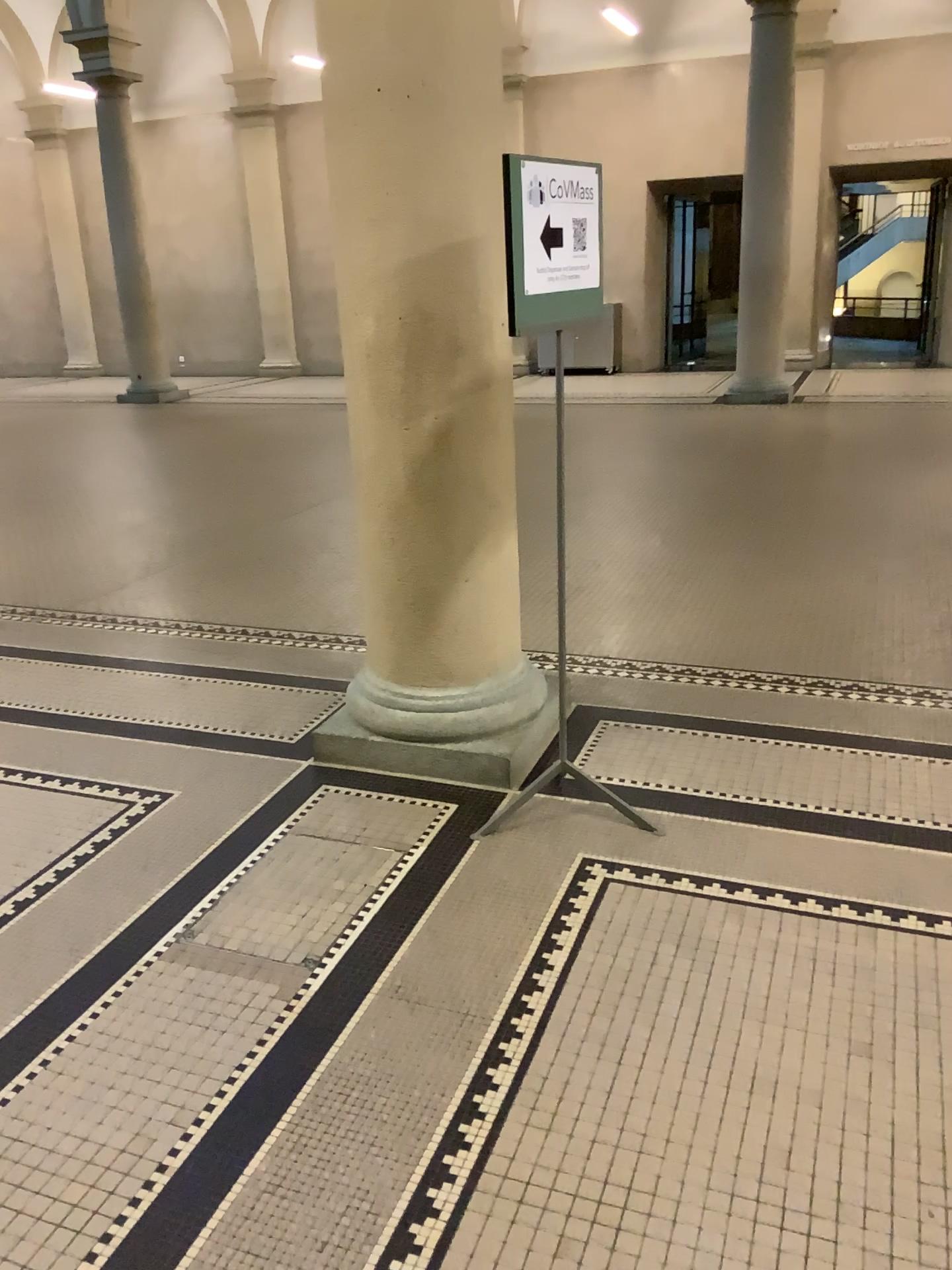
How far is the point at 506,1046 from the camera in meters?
2.2
